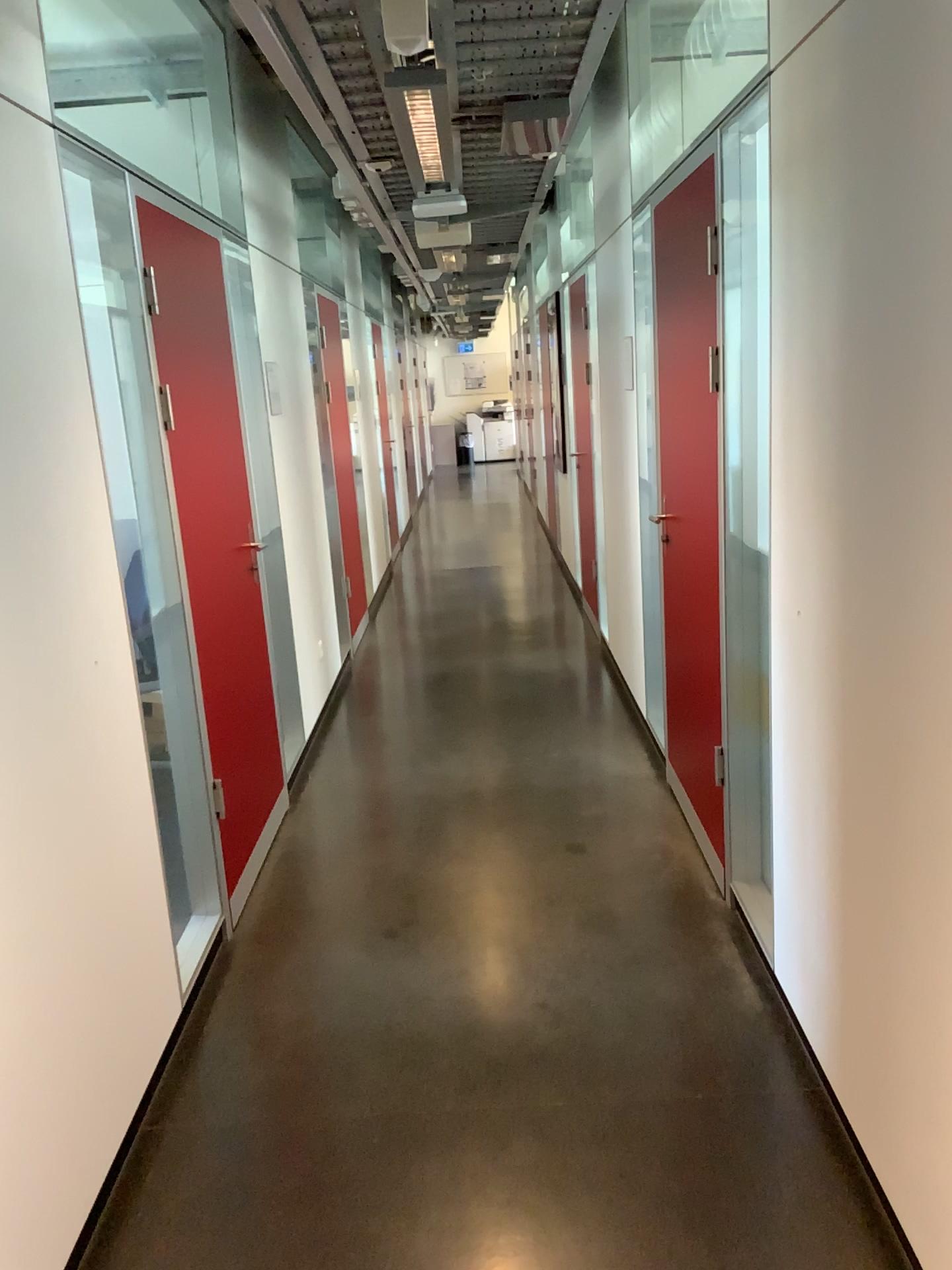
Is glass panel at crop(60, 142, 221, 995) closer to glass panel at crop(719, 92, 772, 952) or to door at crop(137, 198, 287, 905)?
door at crop(137, 198, 287, 905)

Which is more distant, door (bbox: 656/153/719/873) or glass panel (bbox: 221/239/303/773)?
glass panel (bbox: 221/239/303/773)

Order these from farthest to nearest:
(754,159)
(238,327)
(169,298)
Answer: (238,327) → (169,298) → (754,159)

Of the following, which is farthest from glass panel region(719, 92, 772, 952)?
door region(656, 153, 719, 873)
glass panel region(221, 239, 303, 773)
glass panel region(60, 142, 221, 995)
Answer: glass panel region(221, 239, 303, 773)

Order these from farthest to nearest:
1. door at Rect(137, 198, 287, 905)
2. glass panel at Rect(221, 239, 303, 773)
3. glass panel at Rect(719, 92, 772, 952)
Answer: glass panel at Rect(221, 239, 303, 773), door at Rect(137, 198, 287, 905), glass panel at Rect(719, 92, 772, 952)

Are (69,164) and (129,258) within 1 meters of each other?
yes

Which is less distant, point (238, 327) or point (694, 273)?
point (694, 273)

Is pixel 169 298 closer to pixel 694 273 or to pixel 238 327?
pixel 238 327

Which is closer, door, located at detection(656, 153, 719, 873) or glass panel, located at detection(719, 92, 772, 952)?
glass panel, located at detection(719, 92, 772, 952)

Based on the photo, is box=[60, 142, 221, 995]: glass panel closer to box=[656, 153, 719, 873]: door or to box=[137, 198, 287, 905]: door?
box=[137, 198, 287, 905]: door
